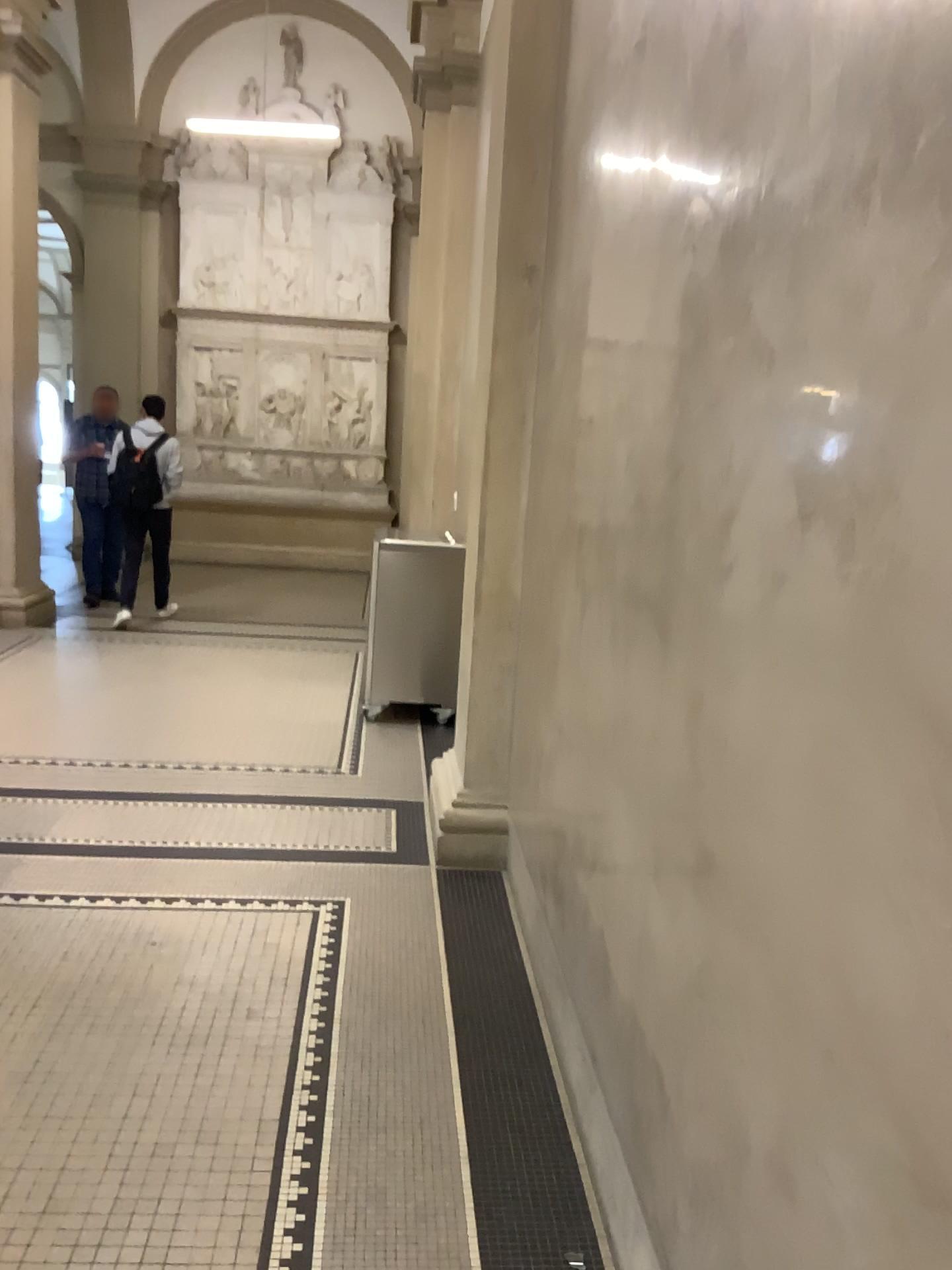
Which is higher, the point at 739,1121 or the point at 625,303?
the point at 625,303
